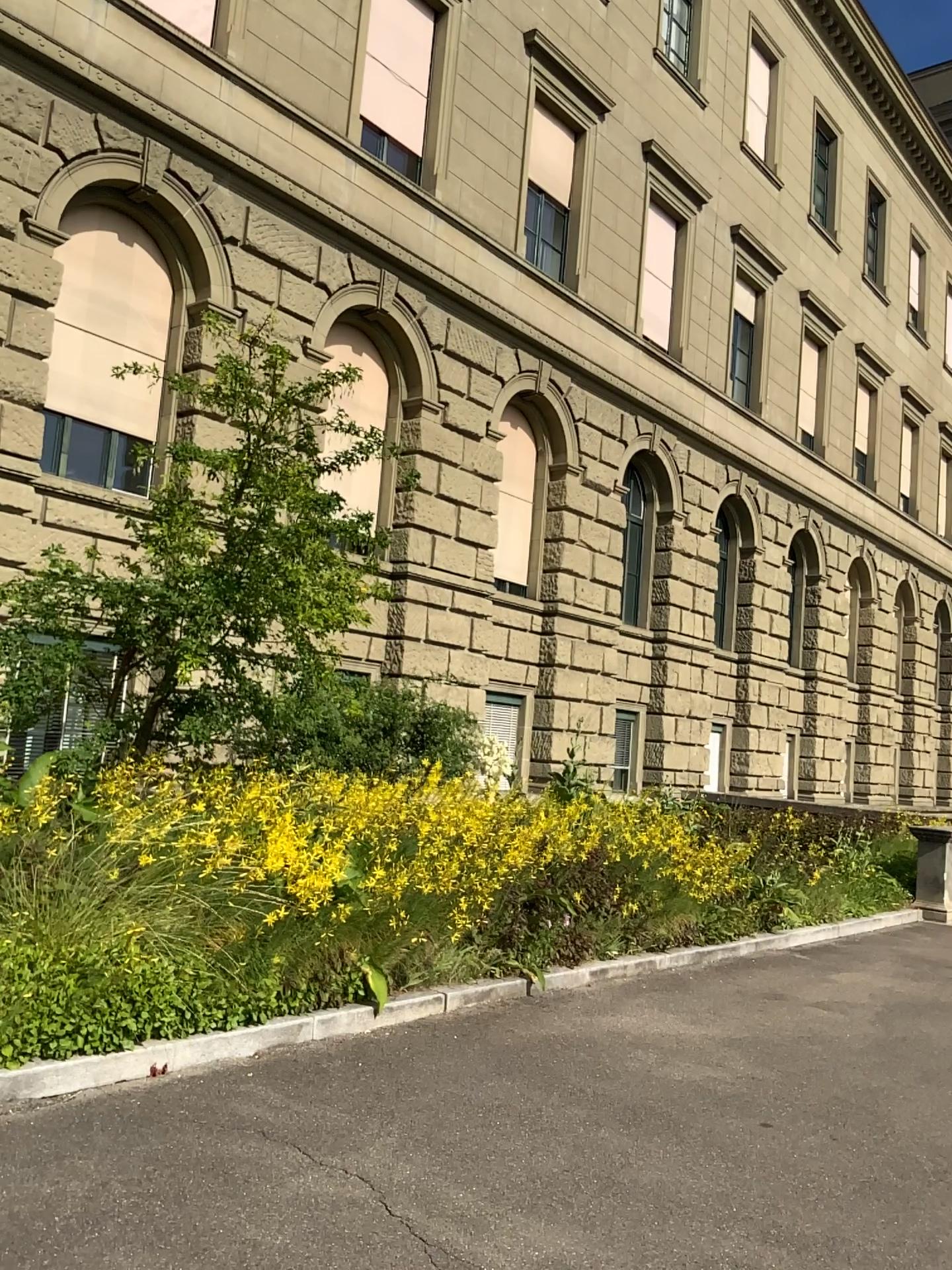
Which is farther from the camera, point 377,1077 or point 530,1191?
point 377,1077
